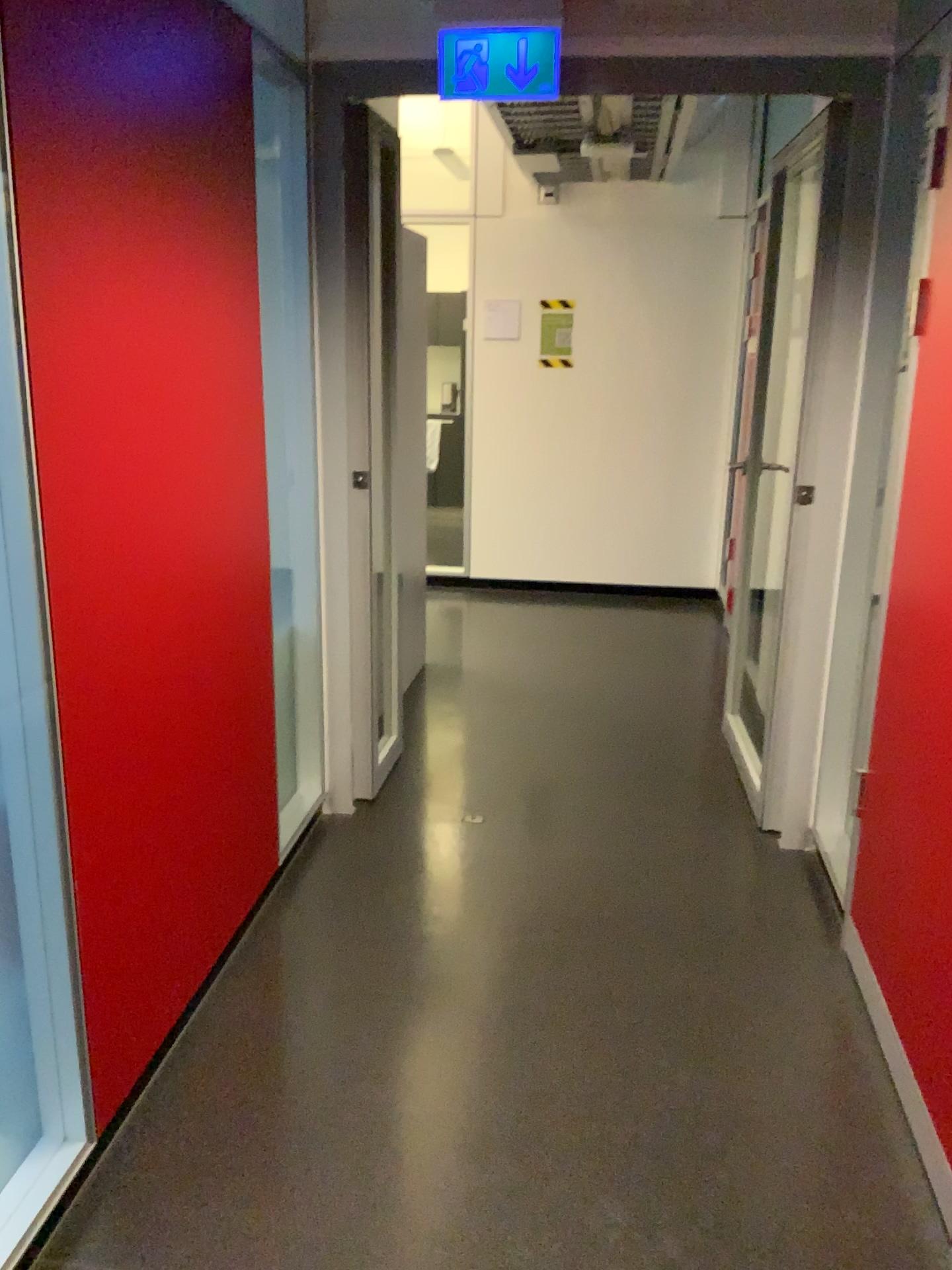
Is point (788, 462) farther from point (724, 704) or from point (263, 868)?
point (263, 868)

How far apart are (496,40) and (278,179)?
0.67m

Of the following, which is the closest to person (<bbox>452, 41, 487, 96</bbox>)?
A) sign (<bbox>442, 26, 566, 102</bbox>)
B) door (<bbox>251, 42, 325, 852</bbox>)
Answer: sign (<bbox>442, 26, 566, 102</bbox>)

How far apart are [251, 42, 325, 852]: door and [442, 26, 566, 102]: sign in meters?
0.4 m

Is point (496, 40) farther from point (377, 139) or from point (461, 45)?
point (377, 139)

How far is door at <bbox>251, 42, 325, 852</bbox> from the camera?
2.8 meters

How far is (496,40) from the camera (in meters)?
2.73

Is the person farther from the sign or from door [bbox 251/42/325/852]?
door [bbox 251/42/325/852]

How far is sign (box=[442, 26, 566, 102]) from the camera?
2.7m
